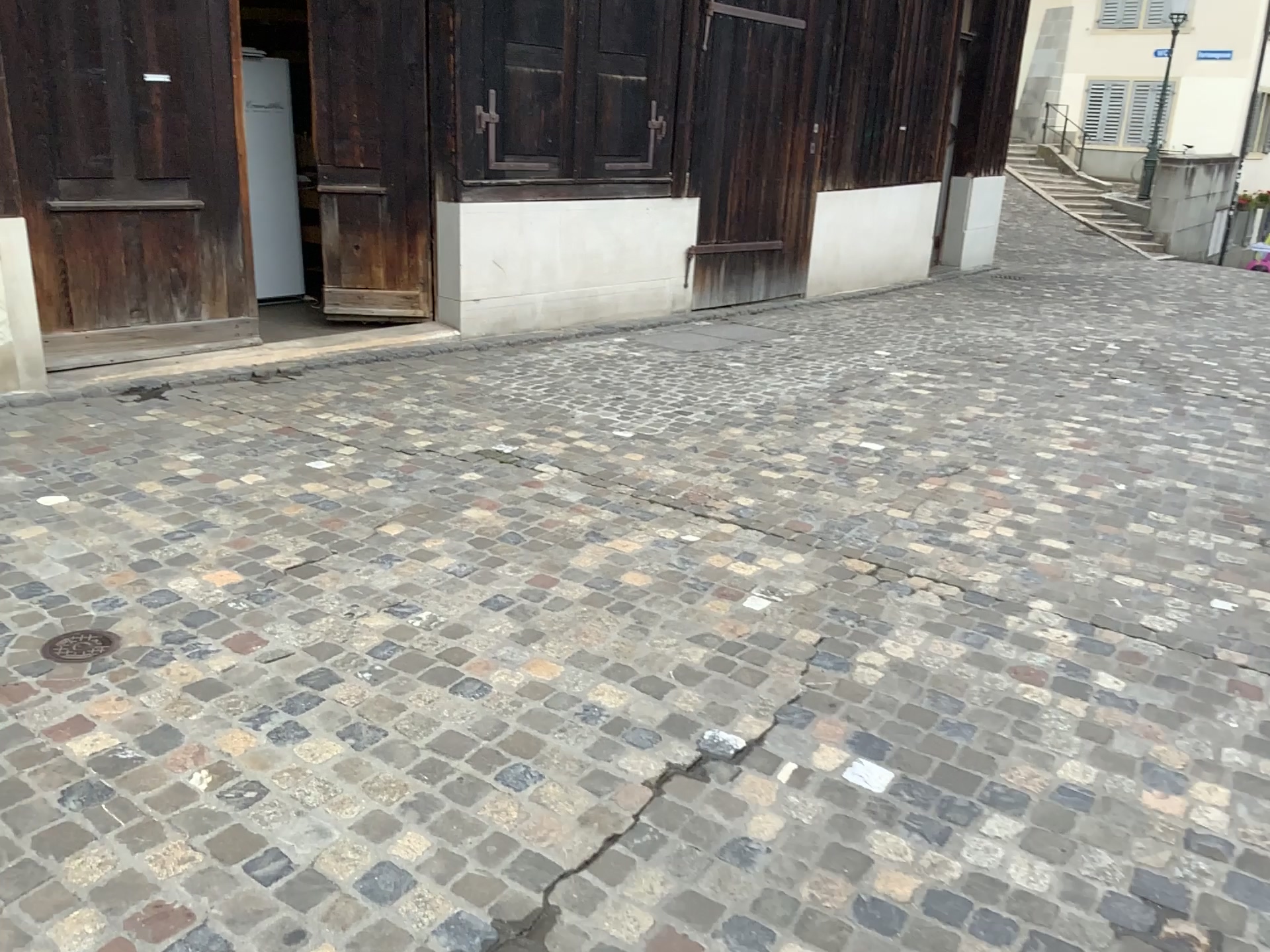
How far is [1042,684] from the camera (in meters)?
A: 2.79
